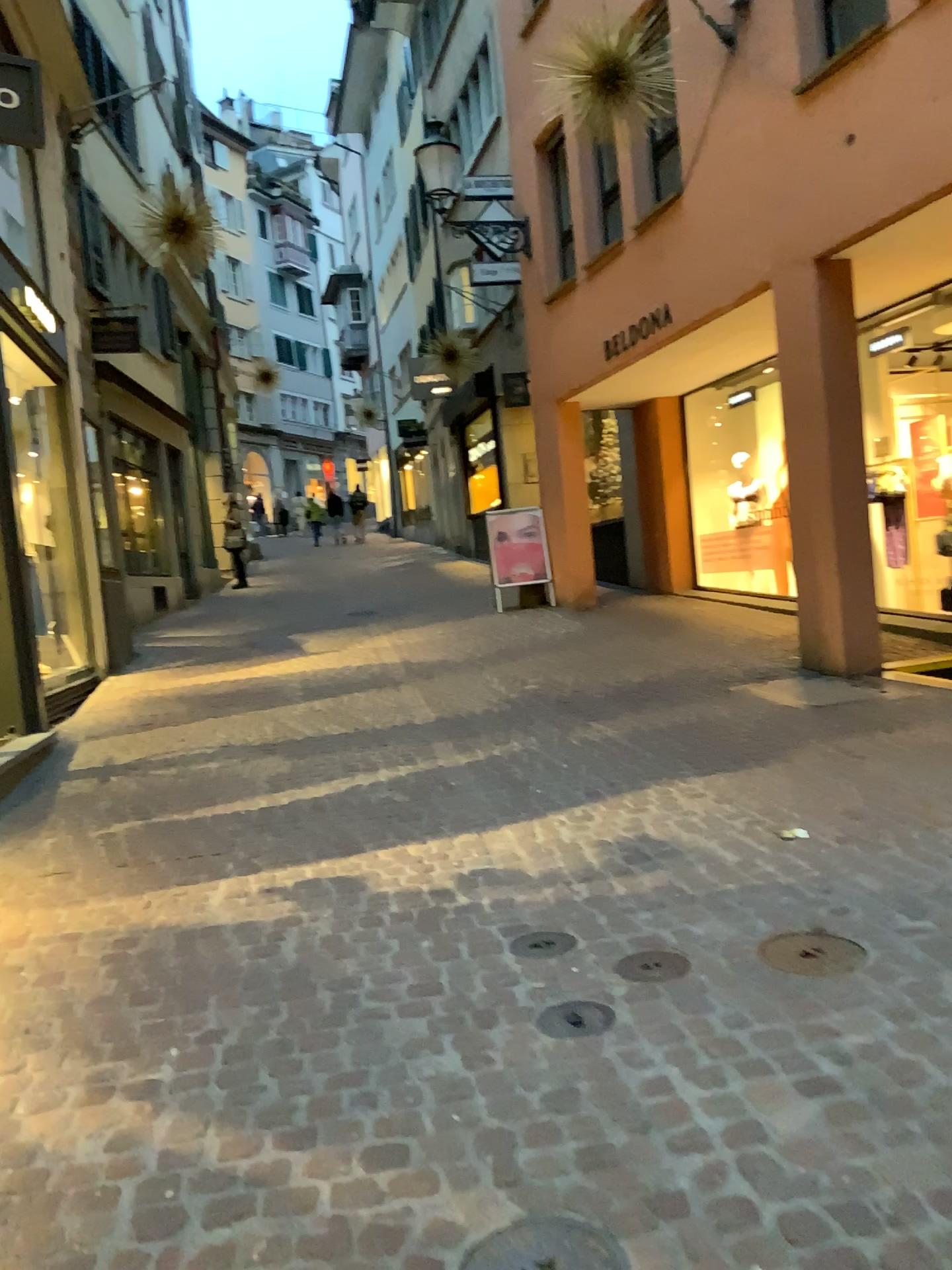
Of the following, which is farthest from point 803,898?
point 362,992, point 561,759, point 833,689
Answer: point 833,689

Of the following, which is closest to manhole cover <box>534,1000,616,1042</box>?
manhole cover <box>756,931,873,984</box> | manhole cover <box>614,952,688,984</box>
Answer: manhole cover <box>614,952,688,984</box>

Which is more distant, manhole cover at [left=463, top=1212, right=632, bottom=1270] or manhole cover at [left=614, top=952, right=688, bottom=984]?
manhole cover at [left=614, top=952, right=688, bottom=984]

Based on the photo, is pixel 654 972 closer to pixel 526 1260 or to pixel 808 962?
pixel 808 962

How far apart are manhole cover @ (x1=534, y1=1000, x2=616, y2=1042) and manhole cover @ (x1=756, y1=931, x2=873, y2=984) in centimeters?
53cm

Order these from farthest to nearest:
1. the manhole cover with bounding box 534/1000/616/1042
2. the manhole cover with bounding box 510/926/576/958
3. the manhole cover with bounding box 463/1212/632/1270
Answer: the manhole cover with bounding box 510/926/576/958 < the manhole cover with bounding box 534/1000/616/1042 < the manhole cover with bounding box 463/1212/632/1270

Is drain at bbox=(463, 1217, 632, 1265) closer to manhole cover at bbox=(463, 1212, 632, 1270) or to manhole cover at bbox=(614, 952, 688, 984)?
manhole cover at bbox=(463, 1212, 632, 1270)

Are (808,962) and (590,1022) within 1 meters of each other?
yes

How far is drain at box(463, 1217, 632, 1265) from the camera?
1.73m

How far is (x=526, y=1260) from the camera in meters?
1.7 m
